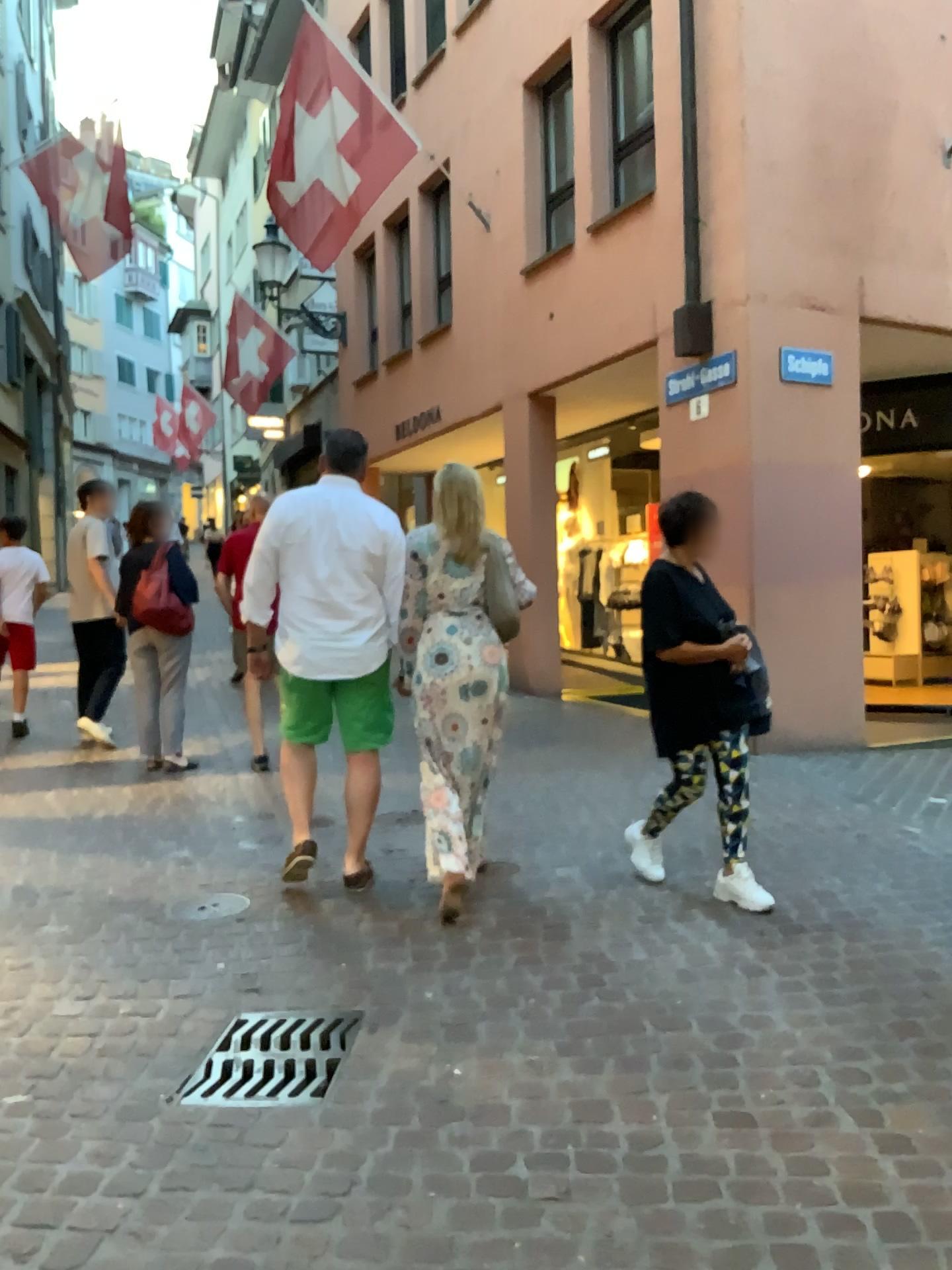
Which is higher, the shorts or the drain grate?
the shorts

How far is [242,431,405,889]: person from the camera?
3.99m

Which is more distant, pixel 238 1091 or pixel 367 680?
pixel 367 680

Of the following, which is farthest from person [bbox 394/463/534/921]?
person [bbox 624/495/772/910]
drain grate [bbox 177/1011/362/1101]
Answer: drain grate [bbox 177/1011/362/1101]

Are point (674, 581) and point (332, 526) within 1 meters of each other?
no

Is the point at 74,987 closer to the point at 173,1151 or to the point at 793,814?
the point at 173,1151

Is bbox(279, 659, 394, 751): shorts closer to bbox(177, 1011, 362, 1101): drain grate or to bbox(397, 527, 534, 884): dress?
bbox(397, 527, 534, 884): dress

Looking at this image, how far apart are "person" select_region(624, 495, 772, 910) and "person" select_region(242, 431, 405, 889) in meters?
0.9 m

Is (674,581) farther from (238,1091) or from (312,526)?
(238,1091)

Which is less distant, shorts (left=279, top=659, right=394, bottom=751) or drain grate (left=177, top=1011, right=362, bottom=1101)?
drain grate (left=177, top=1011, right=362, bottom=1101)
